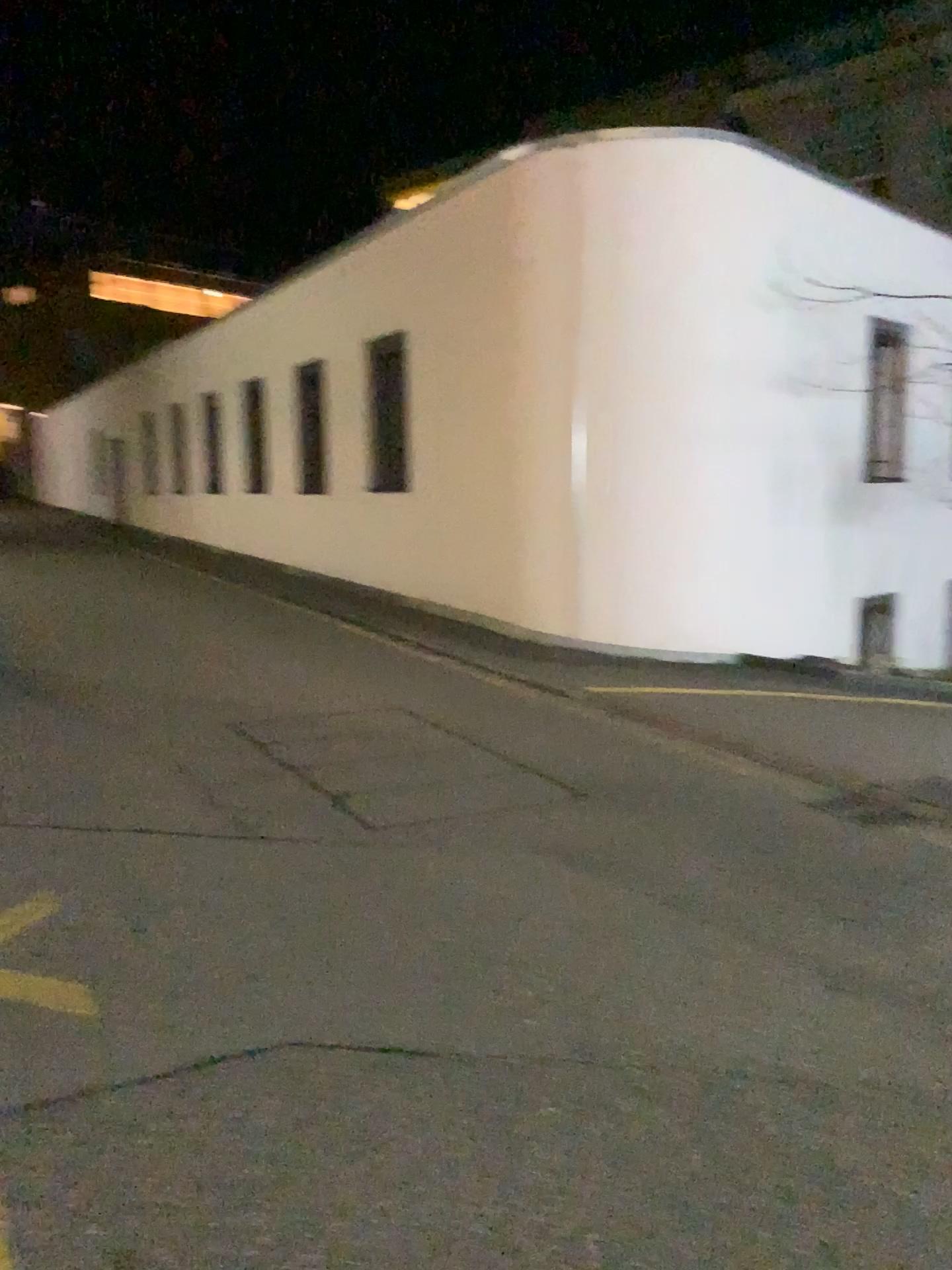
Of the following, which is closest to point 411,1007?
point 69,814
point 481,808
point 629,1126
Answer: point 629,1126
